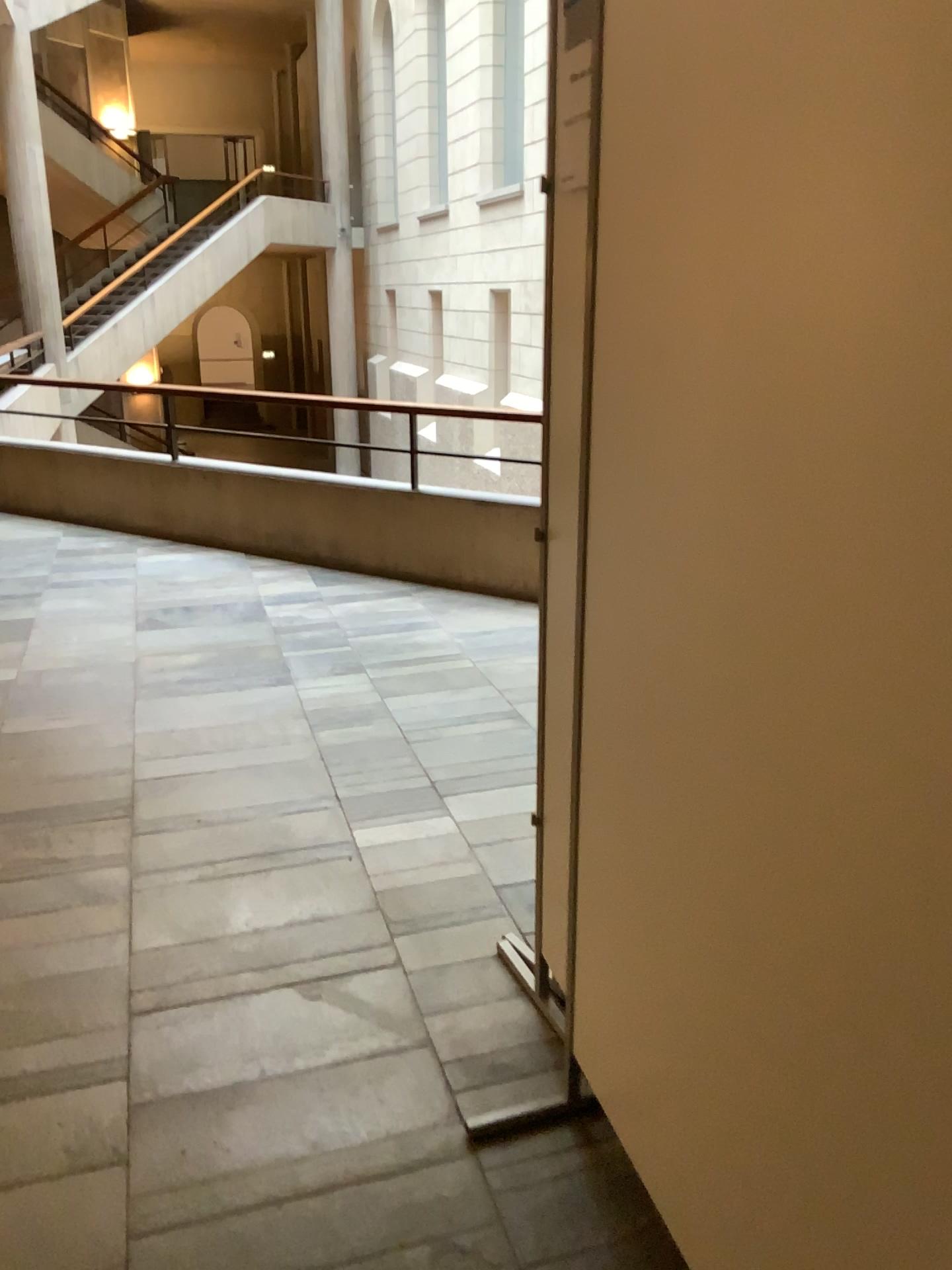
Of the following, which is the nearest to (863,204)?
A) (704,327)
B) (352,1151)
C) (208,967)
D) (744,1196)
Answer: (704,327)
